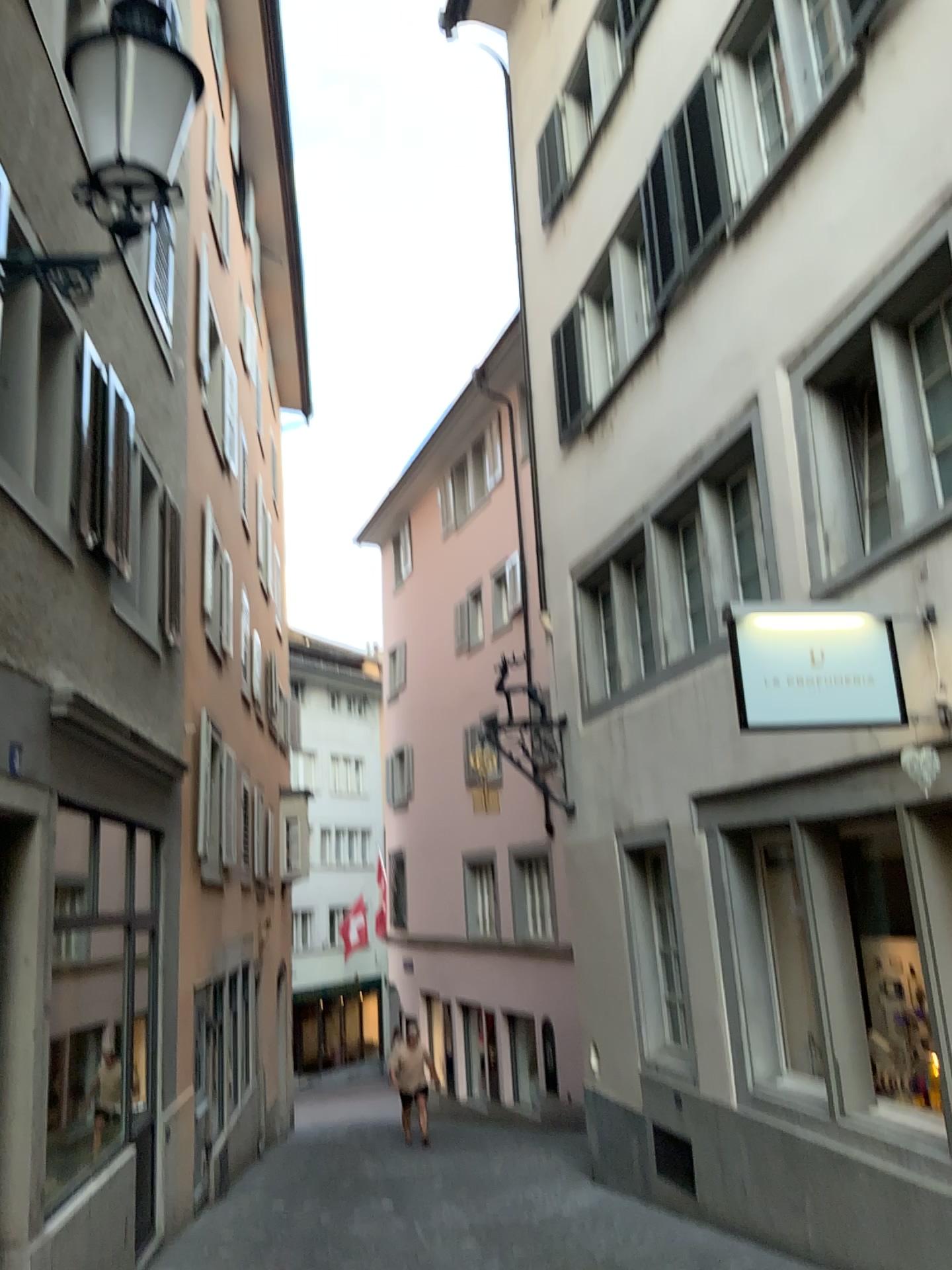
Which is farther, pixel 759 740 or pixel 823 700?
pixel 759 740
